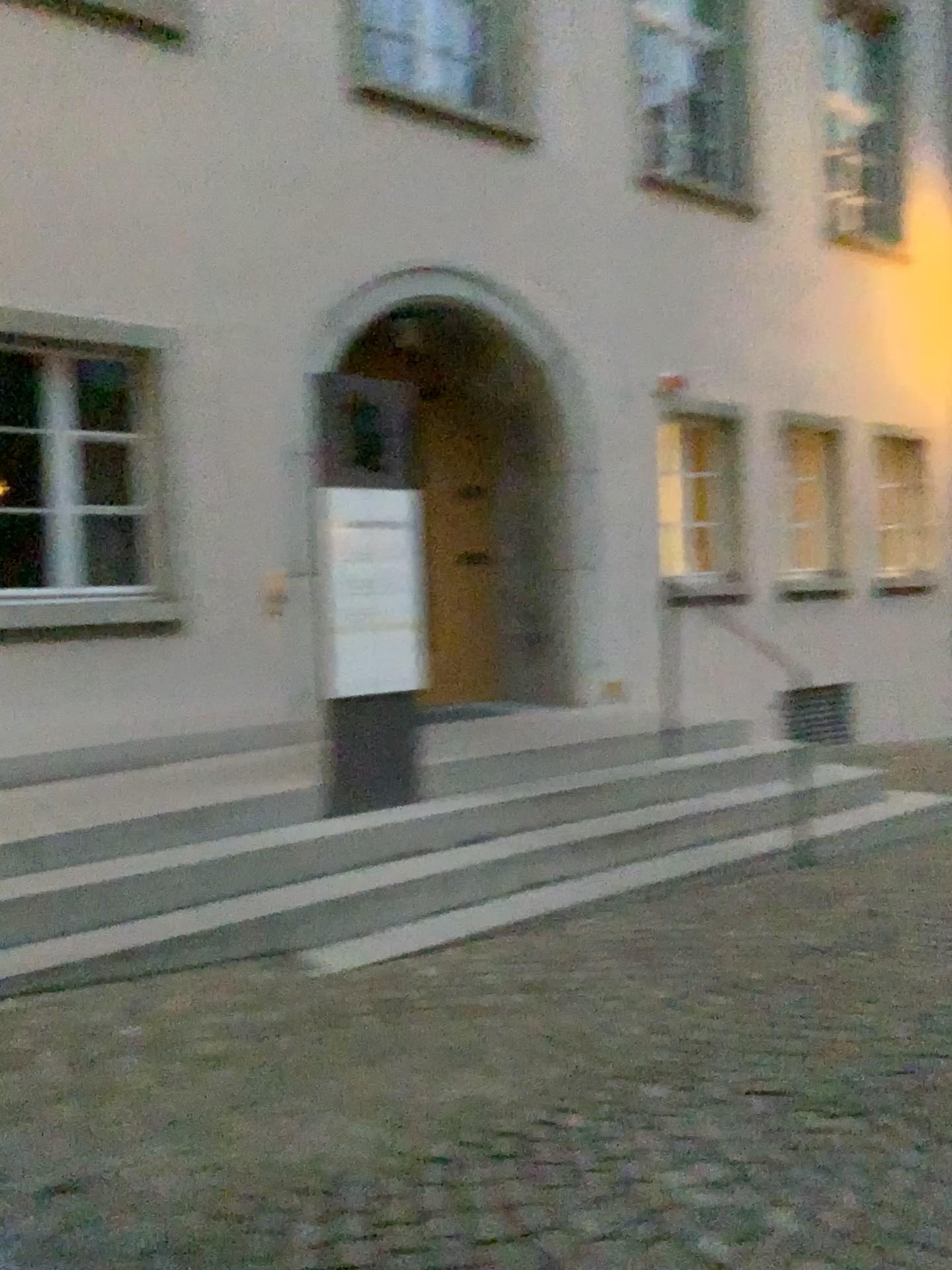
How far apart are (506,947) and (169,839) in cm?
144

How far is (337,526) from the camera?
4.80m

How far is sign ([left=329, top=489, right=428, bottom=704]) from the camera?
4.80m
